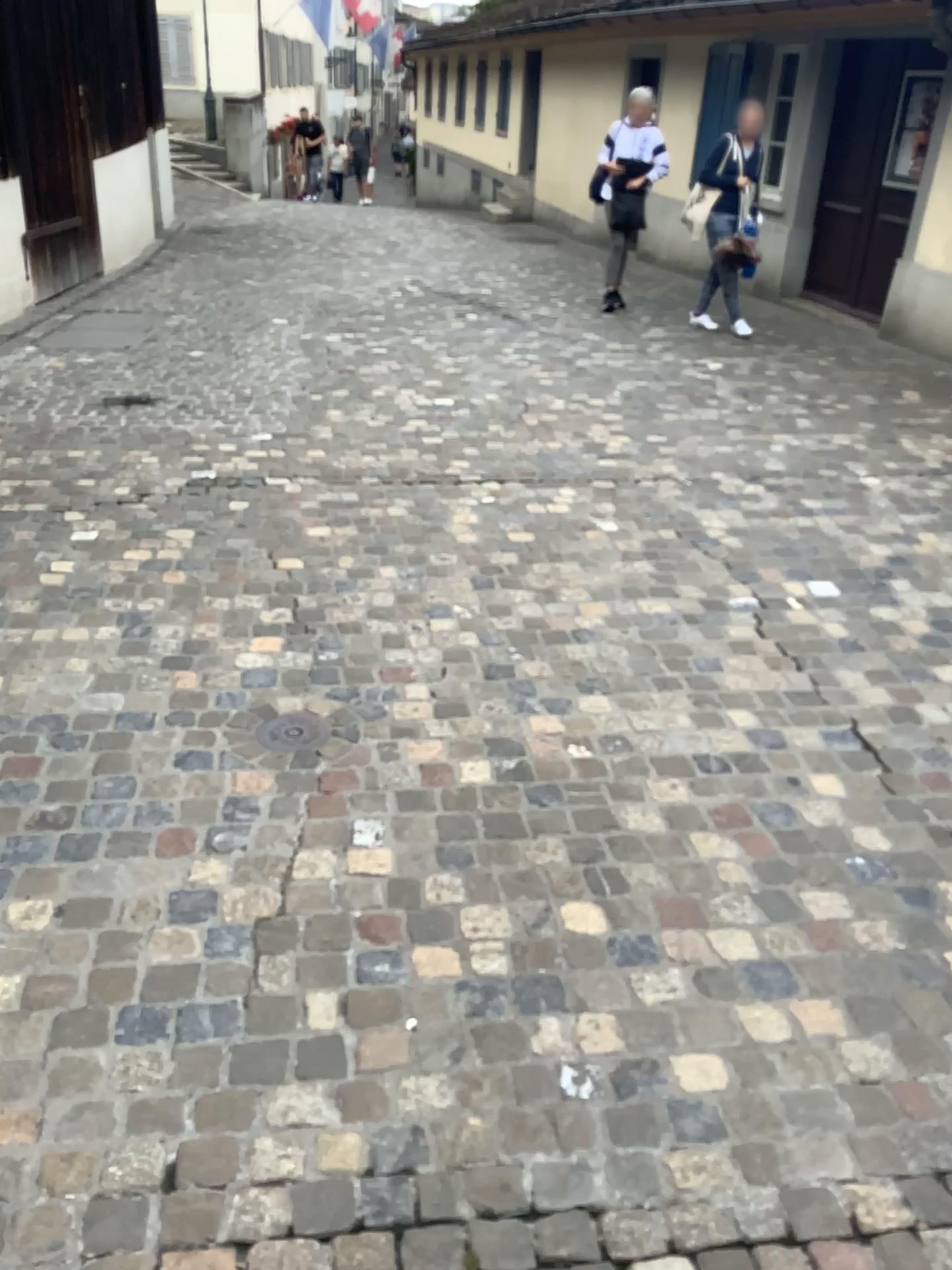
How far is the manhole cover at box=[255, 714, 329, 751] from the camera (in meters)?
2.62

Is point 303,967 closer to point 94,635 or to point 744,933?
point 744,933

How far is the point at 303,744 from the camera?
2.6 meters
